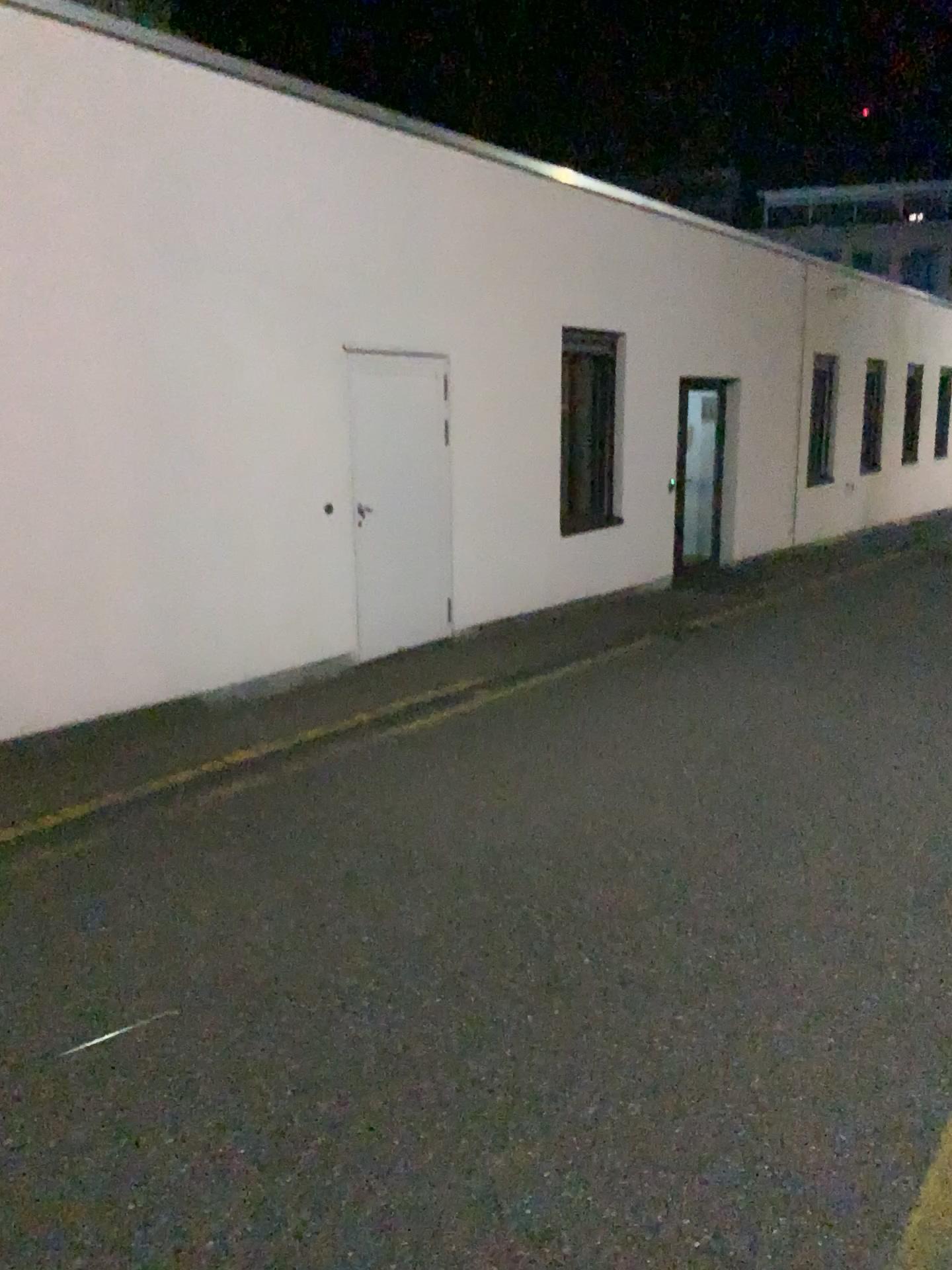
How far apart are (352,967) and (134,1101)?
0.8 meters
